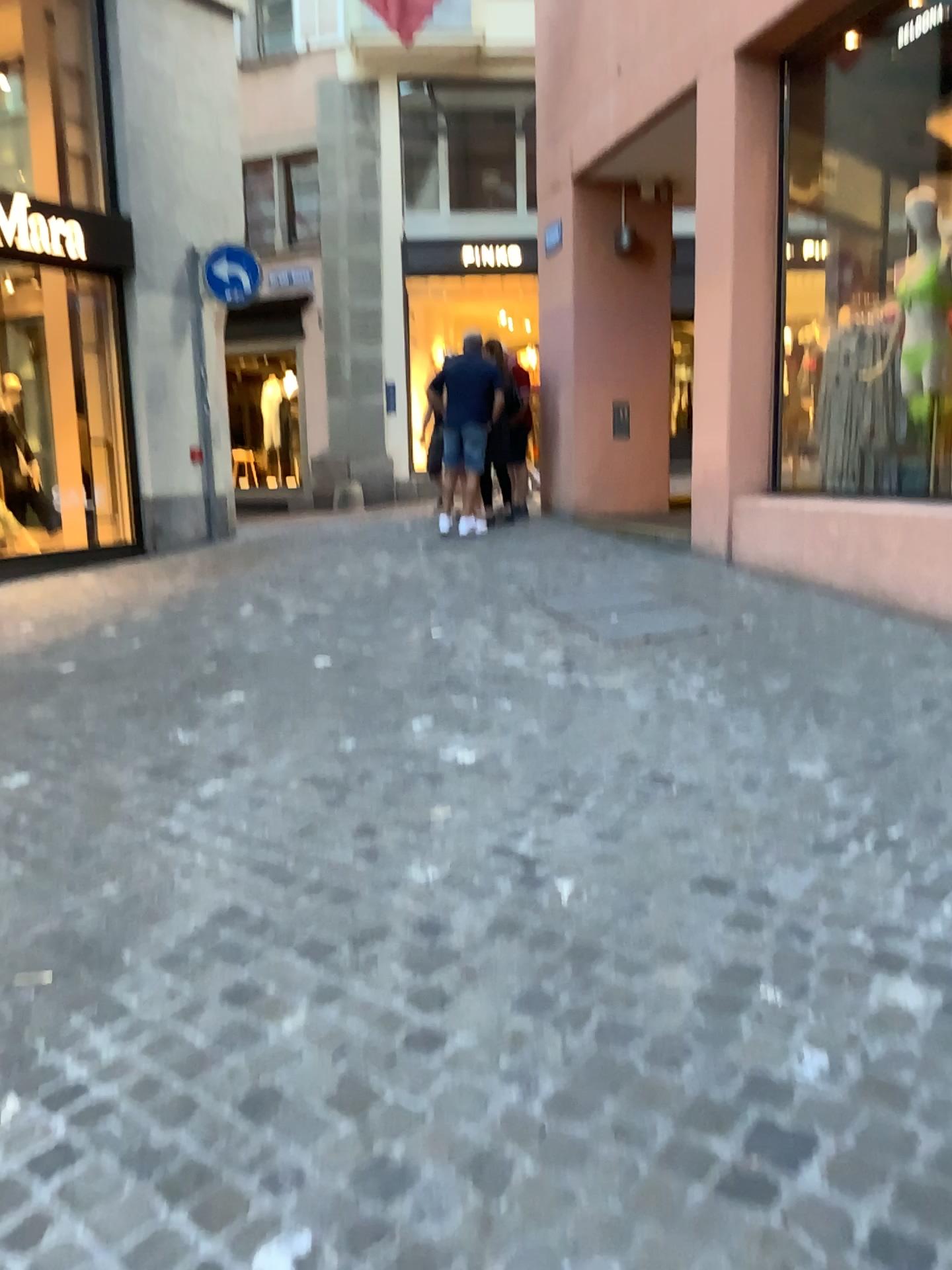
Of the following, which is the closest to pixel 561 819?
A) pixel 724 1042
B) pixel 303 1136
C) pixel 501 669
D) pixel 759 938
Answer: pixel 759 938
